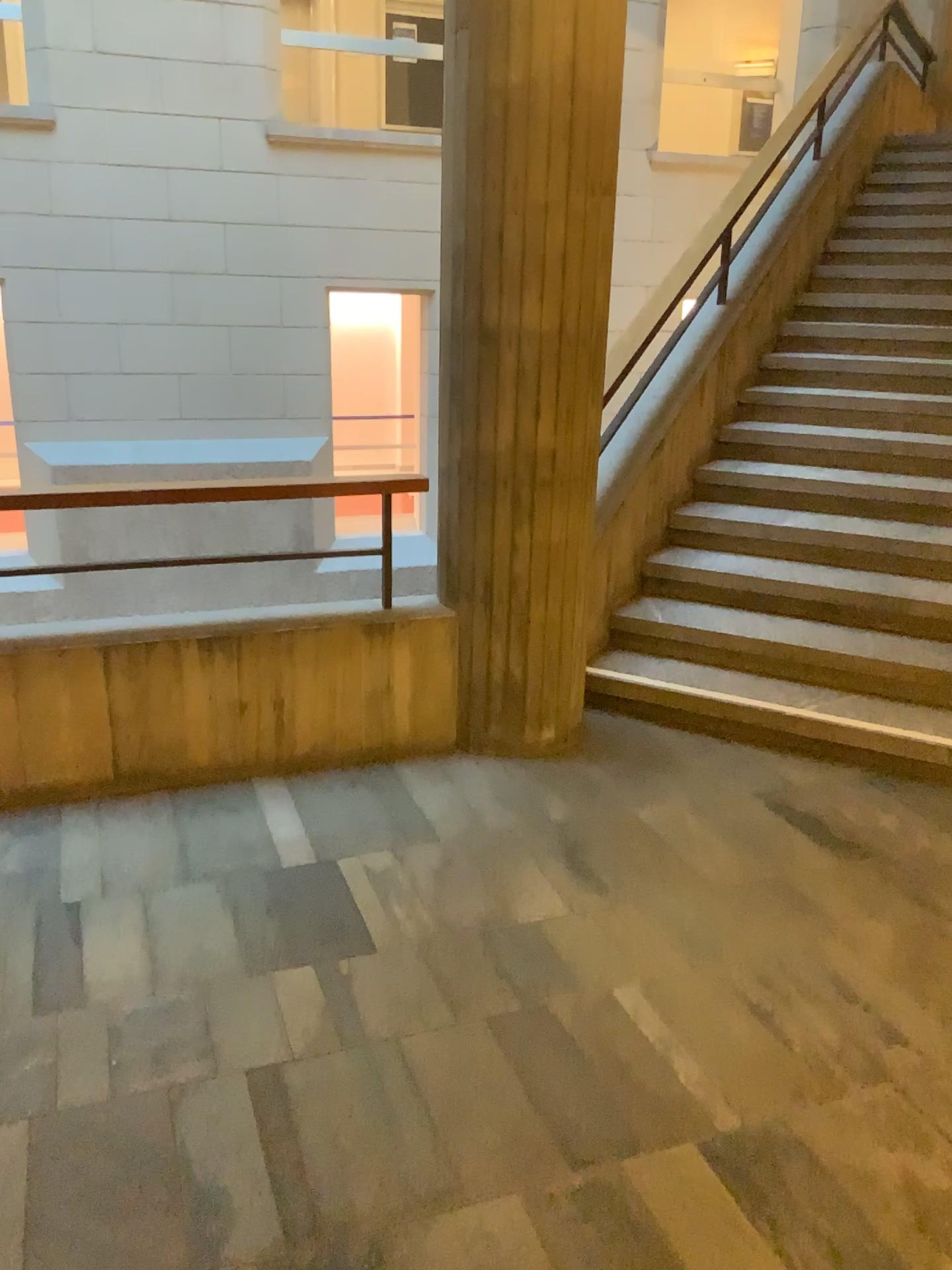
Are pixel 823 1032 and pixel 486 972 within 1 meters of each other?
yes
